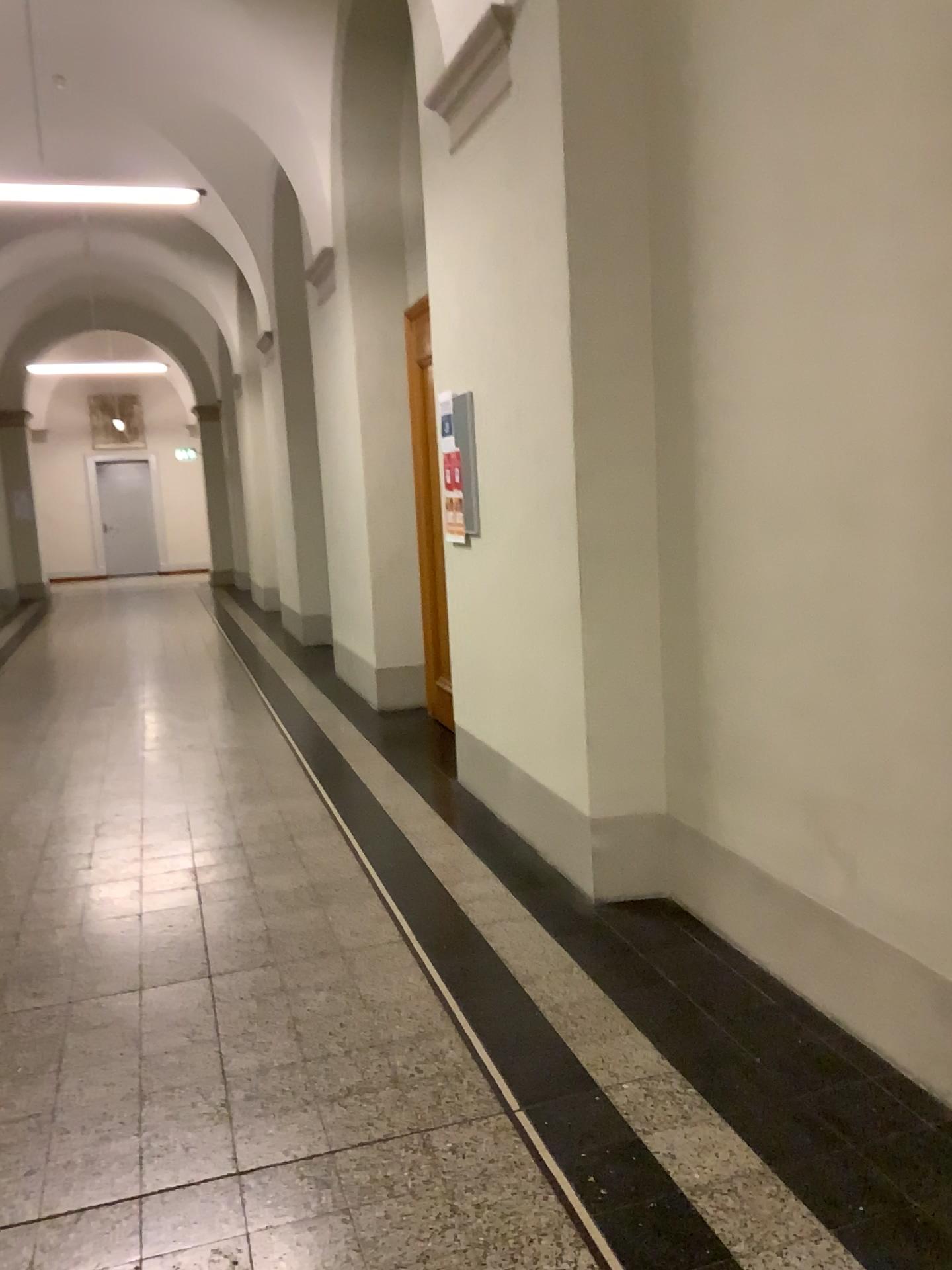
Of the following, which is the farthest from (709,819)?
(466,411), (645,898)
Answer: (466,411)
